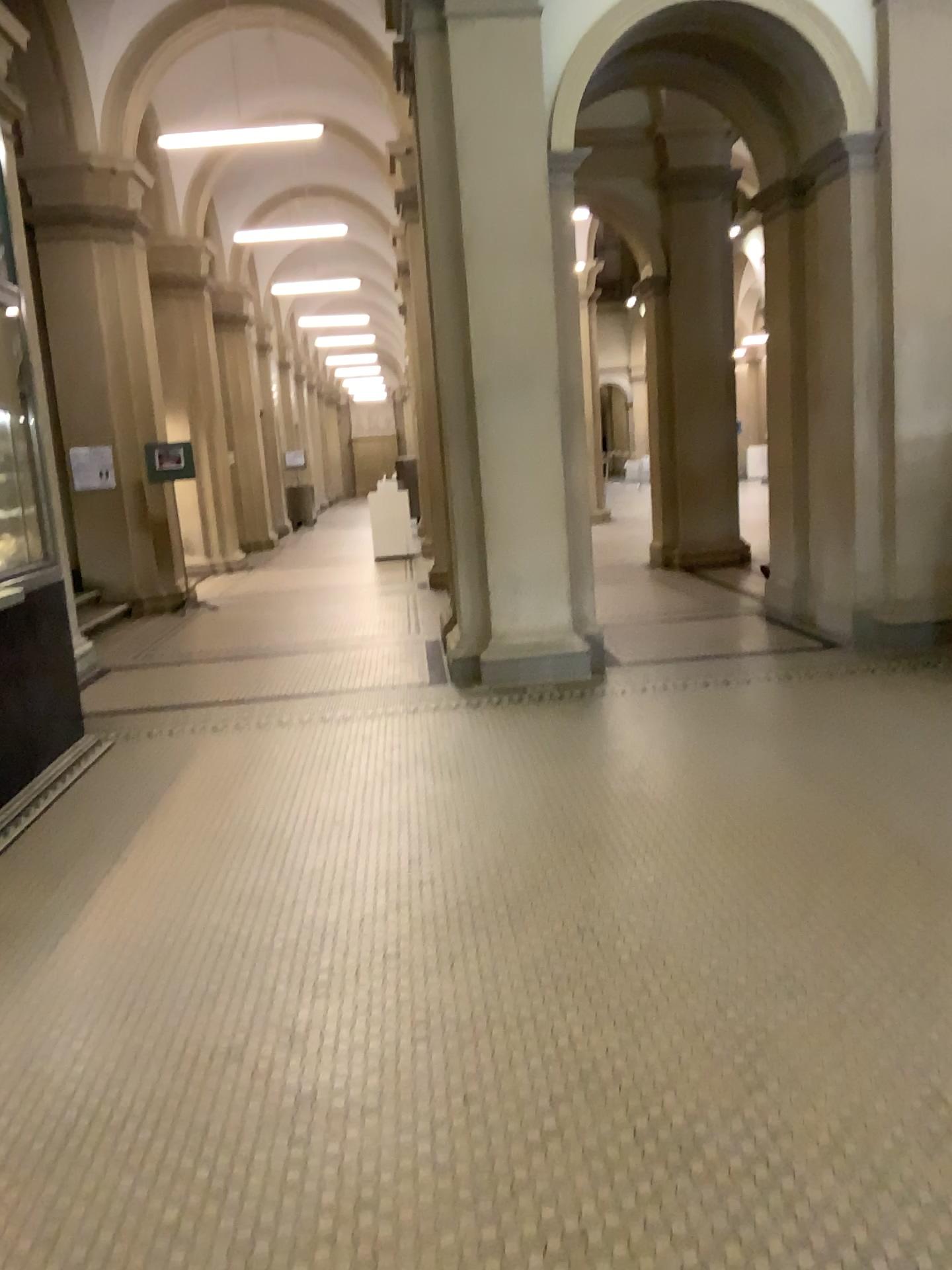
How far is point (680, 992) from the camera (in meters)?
2.80
